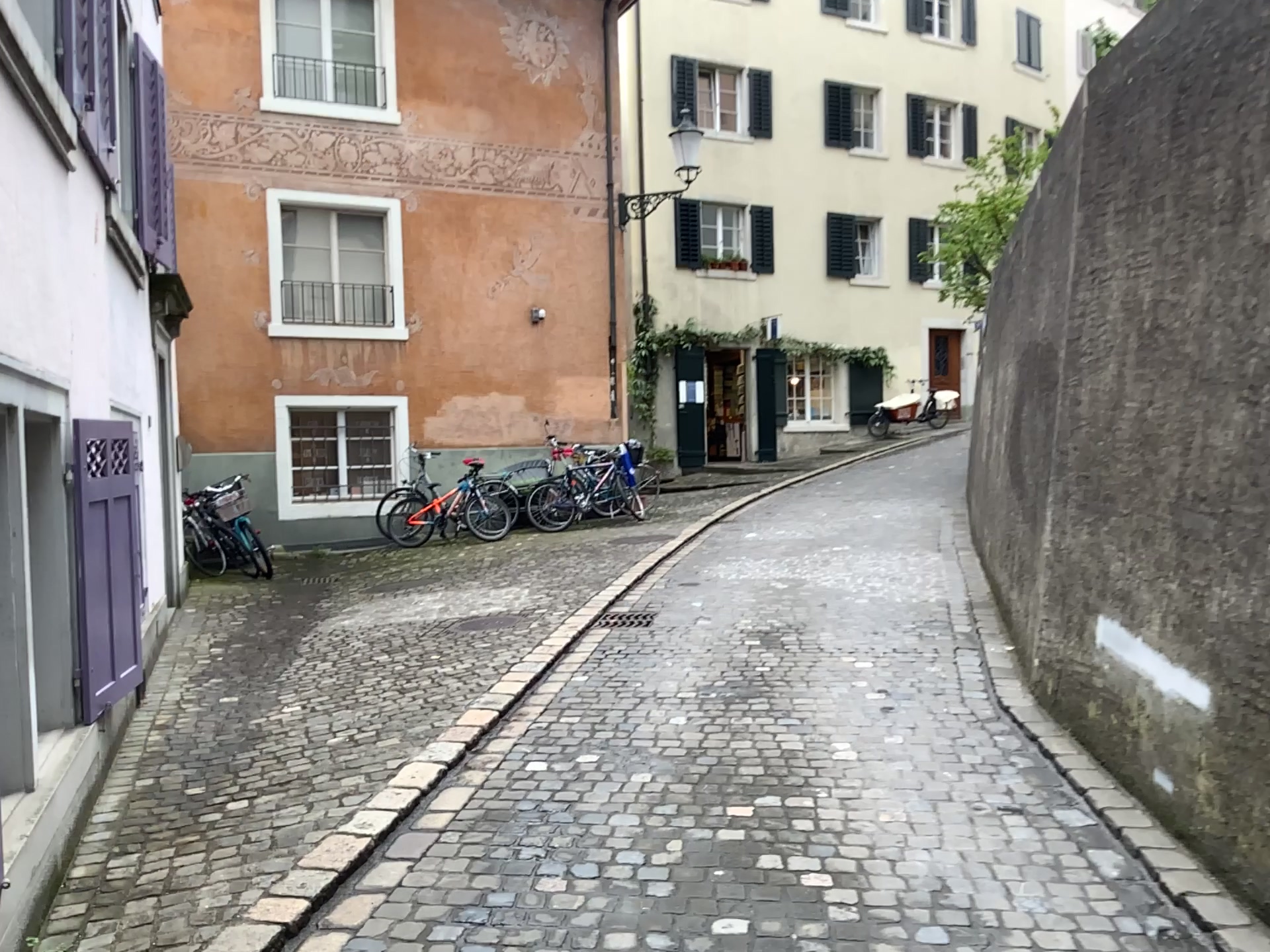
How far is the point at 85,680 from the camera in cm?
379

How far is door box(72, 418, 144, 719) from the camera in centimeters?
379cm

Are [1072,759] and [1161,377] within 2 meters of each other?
yes
